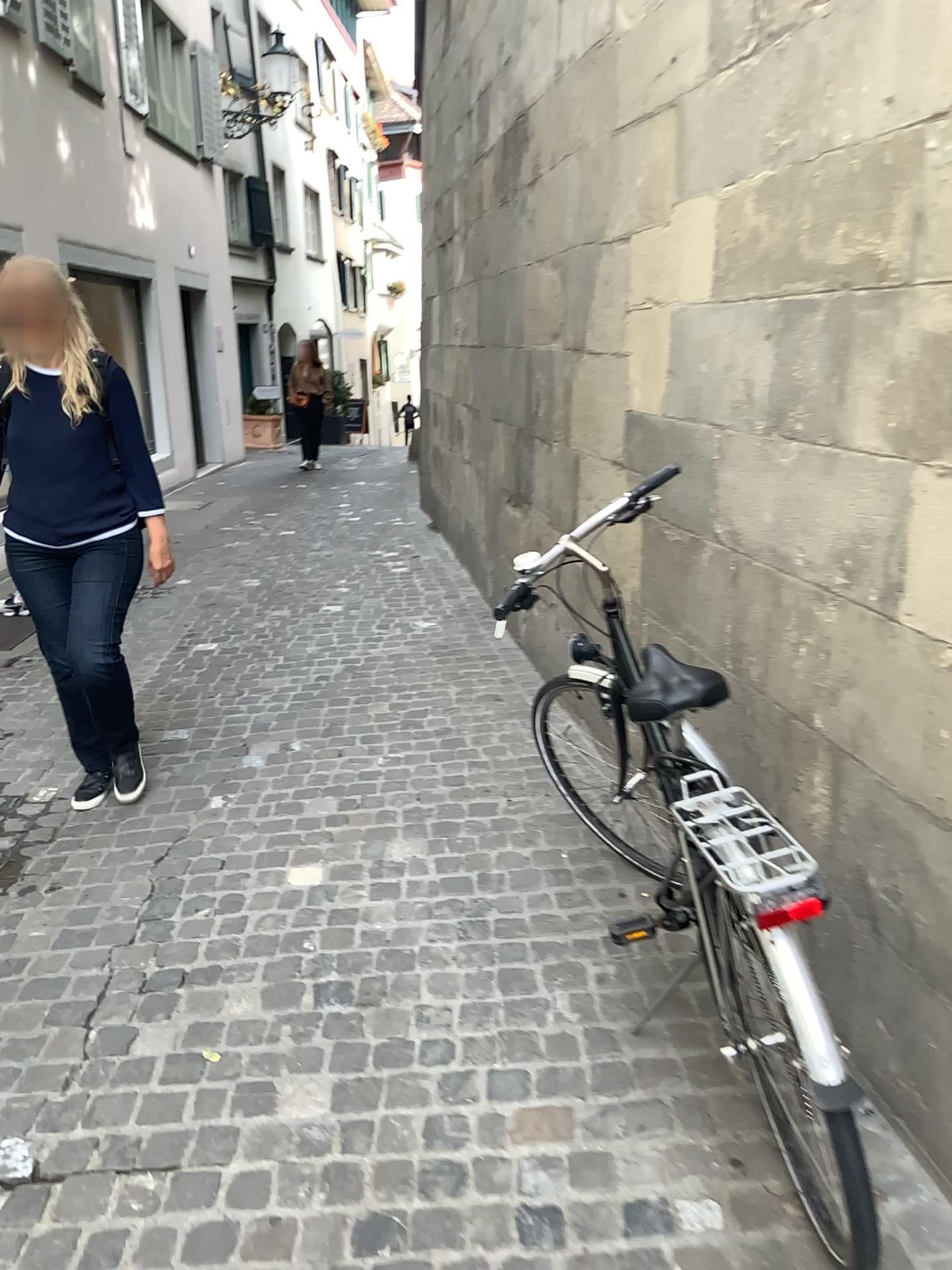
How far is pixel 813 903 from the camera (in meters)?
1.50

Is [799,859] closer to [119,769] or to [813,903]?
[813,903]

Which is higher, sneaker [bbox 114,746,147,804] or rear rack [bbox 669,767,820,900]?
rear rack [bbox 669,767,820,900]

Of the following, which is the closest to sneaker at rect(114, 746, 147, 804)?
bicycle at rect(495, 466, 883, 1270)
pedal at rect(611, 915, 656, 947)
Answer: pedal at rect(611, 915, 656, 947)

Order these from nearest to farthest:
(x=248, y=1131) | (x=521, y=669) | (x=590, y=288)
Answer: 1. (x=248, y=1131)
2. (x=590, y=288)
3. (x=521, y=669)

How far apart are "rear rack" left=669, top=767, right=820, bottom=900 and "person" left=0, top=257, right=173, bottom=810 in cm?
216

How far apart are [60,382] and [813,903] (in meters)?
2.68

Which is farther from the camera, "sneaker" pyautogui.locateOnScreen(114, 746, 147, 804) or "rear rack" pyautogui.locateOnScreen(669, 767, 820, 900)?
"sneaker" pyautogui.locateOnScreen(114, 746, 147, 804)

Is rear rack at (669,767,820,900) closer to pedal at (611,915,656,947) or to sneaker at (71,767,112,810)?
pedal at (611,915,656,947)

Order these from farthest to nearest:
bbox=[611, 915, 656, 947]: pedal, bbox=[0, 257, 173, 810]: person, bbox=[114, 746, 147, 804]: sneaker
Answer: bbox=[114, 746, 147, 804]: sneaker
bbox=[0, 257, 173, 810]: person
bbox=[611, 915, 656, 947]: pedal
